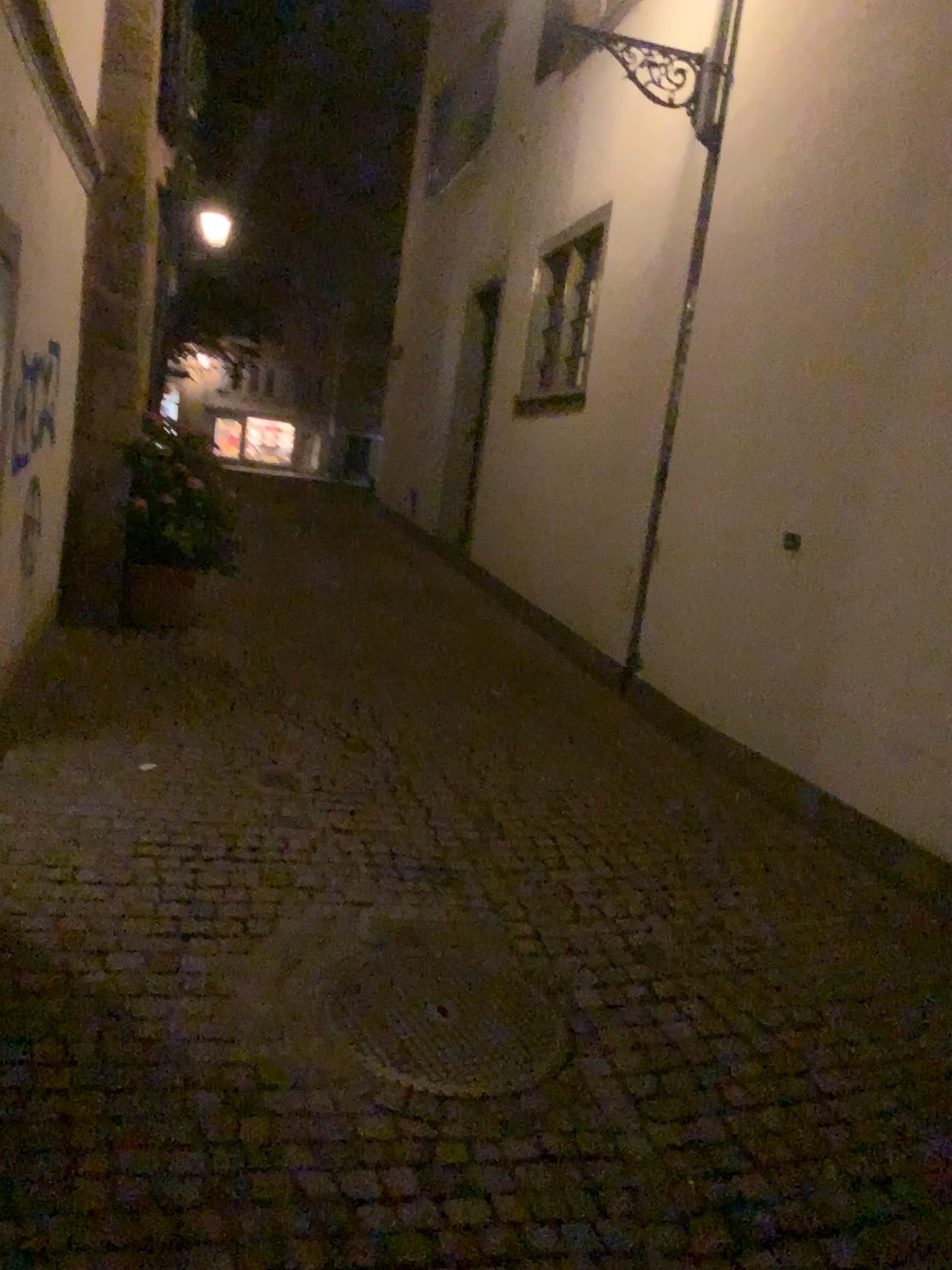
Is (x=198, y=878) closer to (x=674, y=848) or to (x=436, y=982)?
(x=436, y=982)
